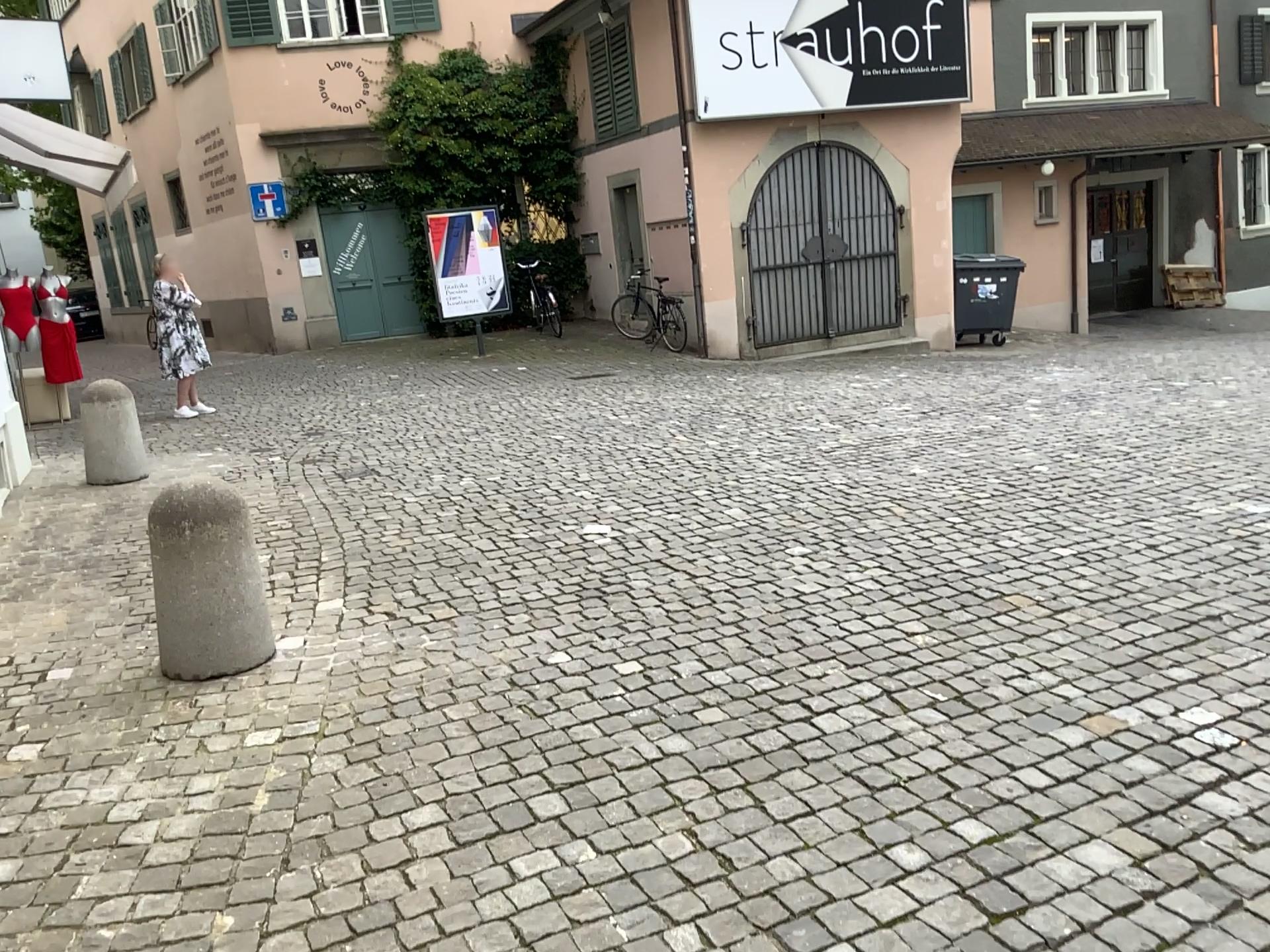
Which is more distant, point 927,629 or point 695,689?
point 927,629

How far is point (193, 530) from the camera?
3.7 meters

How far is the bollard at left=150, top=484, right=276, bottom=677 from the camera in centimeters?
369cm
